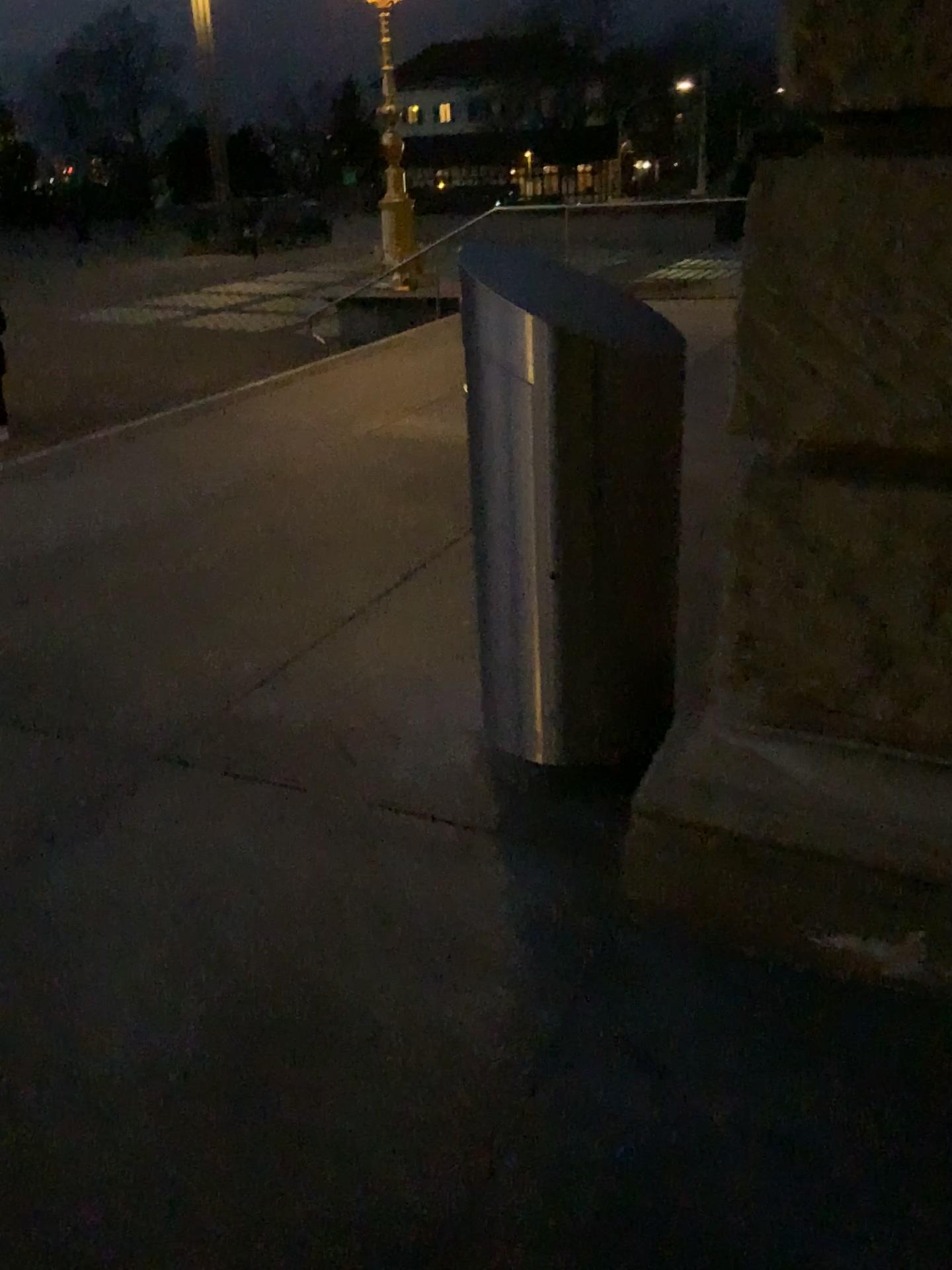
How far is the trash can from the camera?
2.2m

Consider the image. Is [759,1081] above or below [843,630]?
below

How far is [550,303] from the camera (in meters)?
2.23
